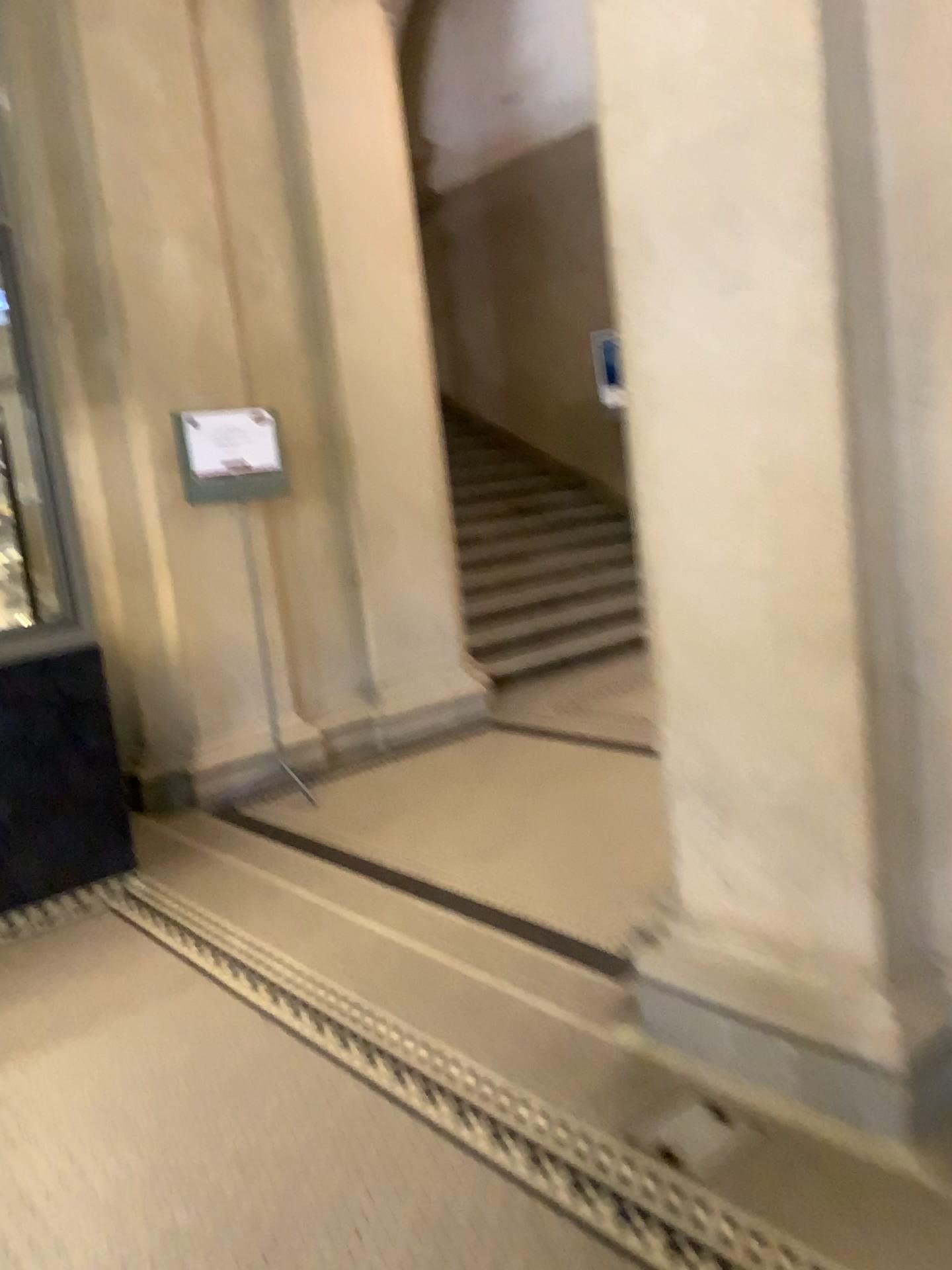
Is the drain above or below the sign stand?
below

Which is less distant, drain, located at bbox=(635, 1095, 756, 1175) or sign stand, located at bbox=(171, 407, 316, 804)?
drain, located at bbox=(635, 1095, 756, 1175)

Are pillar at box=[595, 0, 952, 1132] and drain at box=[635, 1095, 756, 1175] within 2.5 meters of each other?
yes

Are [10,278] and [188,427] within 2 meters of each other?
yes

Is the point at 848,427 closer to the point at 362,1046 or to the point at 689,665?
the point at 689,665

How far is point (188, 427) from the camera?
4.7m

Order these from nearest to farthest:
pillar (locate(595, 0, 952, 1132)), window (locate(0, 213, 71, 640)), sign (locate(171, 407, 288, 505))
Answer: pillar (locate(595, 0, 952, 1132)) → window (locate(0, 213, 71, 640)) → sign (locate(171, 407, 288, 505))

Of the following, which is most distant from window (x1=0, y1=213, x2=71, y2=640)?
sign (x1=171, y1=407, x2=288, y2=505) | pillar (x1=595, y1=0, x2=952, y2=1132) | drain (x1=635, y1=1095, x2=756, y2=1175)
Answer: drain (x1=635, y1=1095, x2=756, y2=1175)

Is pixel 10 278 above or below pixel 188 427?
above

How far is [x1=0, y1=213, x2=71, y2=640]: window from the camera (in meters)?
3.80
